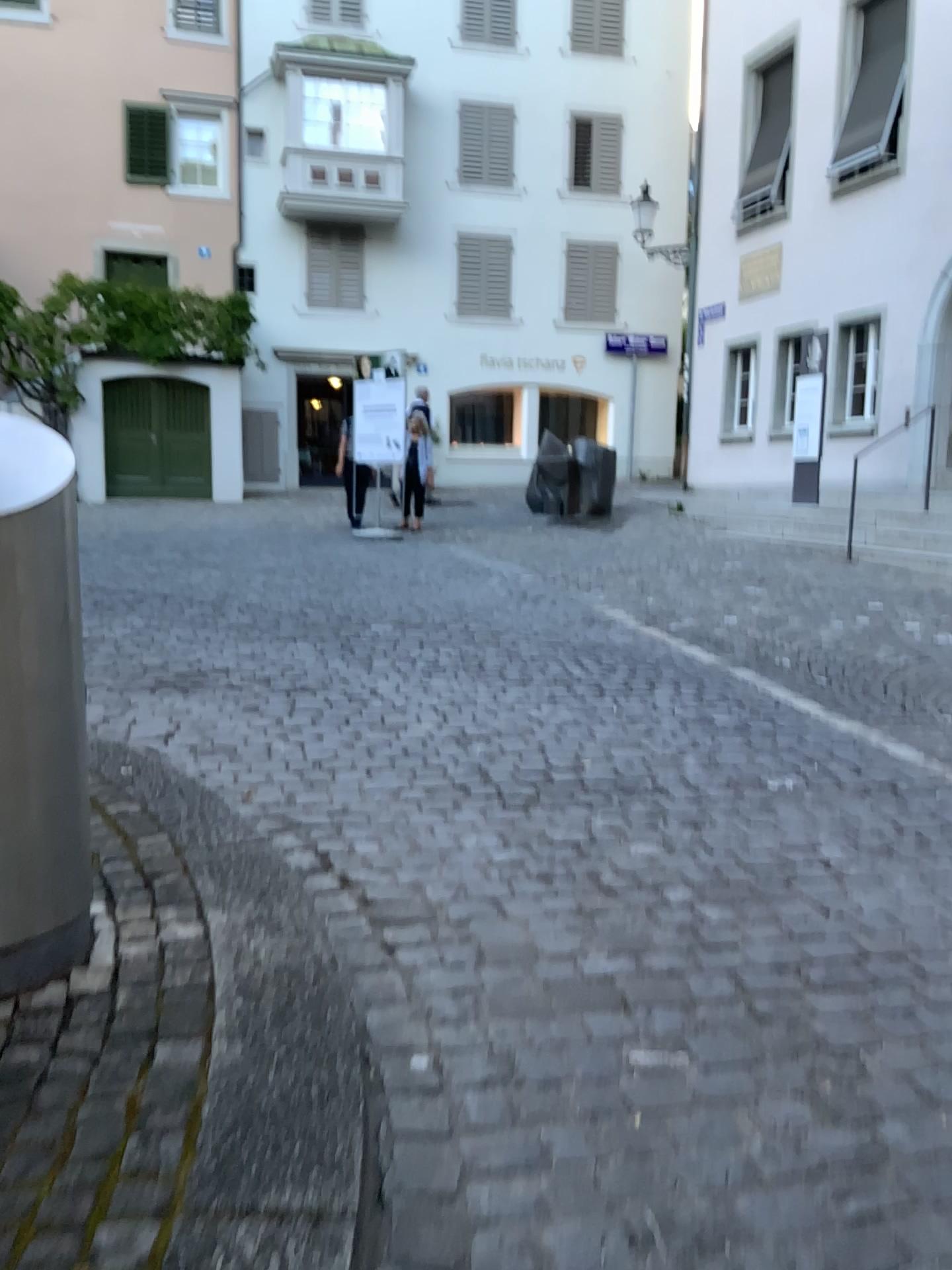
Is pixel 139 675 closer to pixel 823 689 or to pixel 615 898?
pixel 615 898

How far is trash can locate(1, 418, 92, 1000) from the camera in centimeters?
203cm

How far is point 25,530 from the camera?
2.0m
